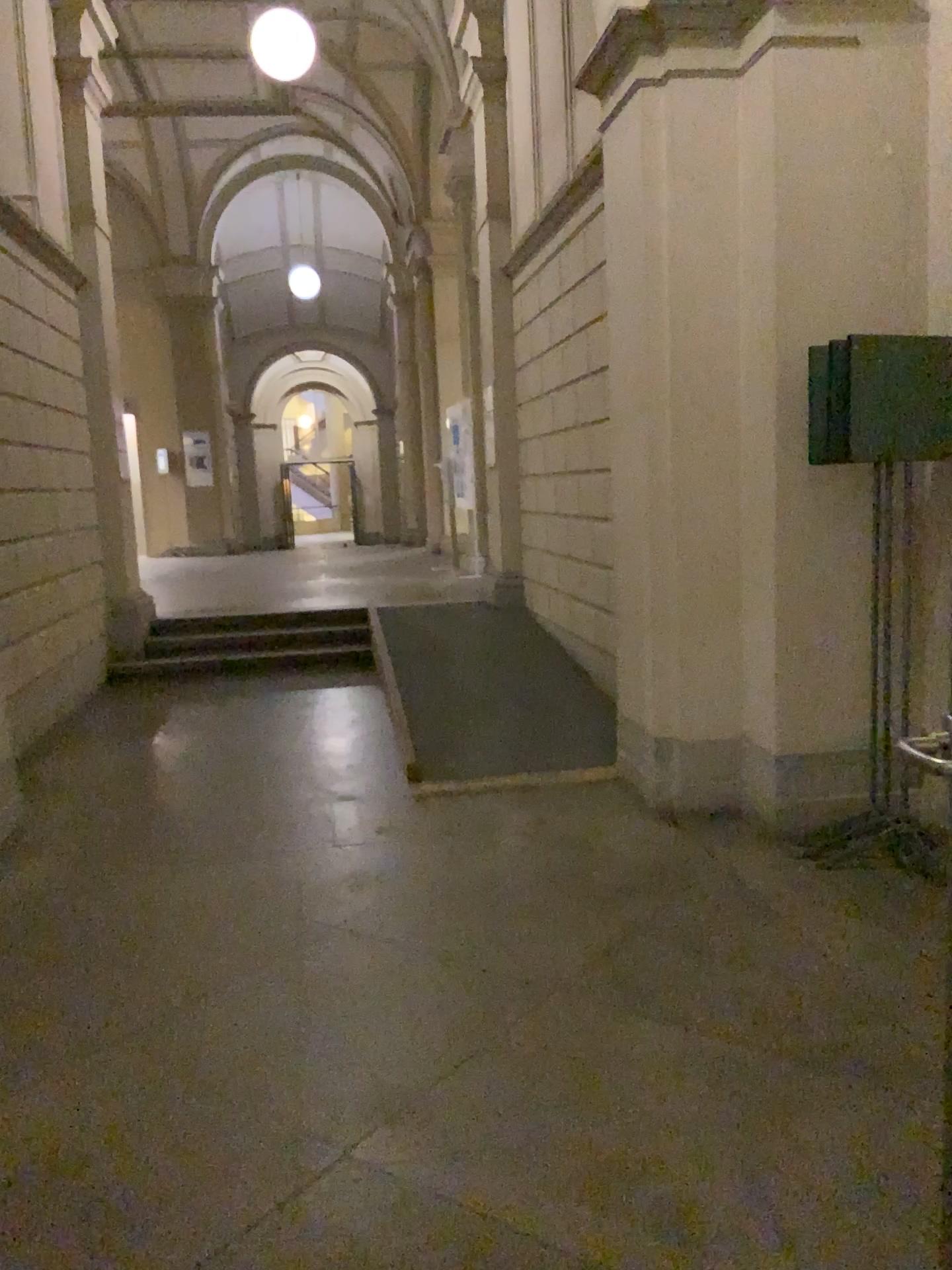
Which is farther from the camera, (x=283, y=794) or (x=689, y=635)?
(x=283, y=794)
